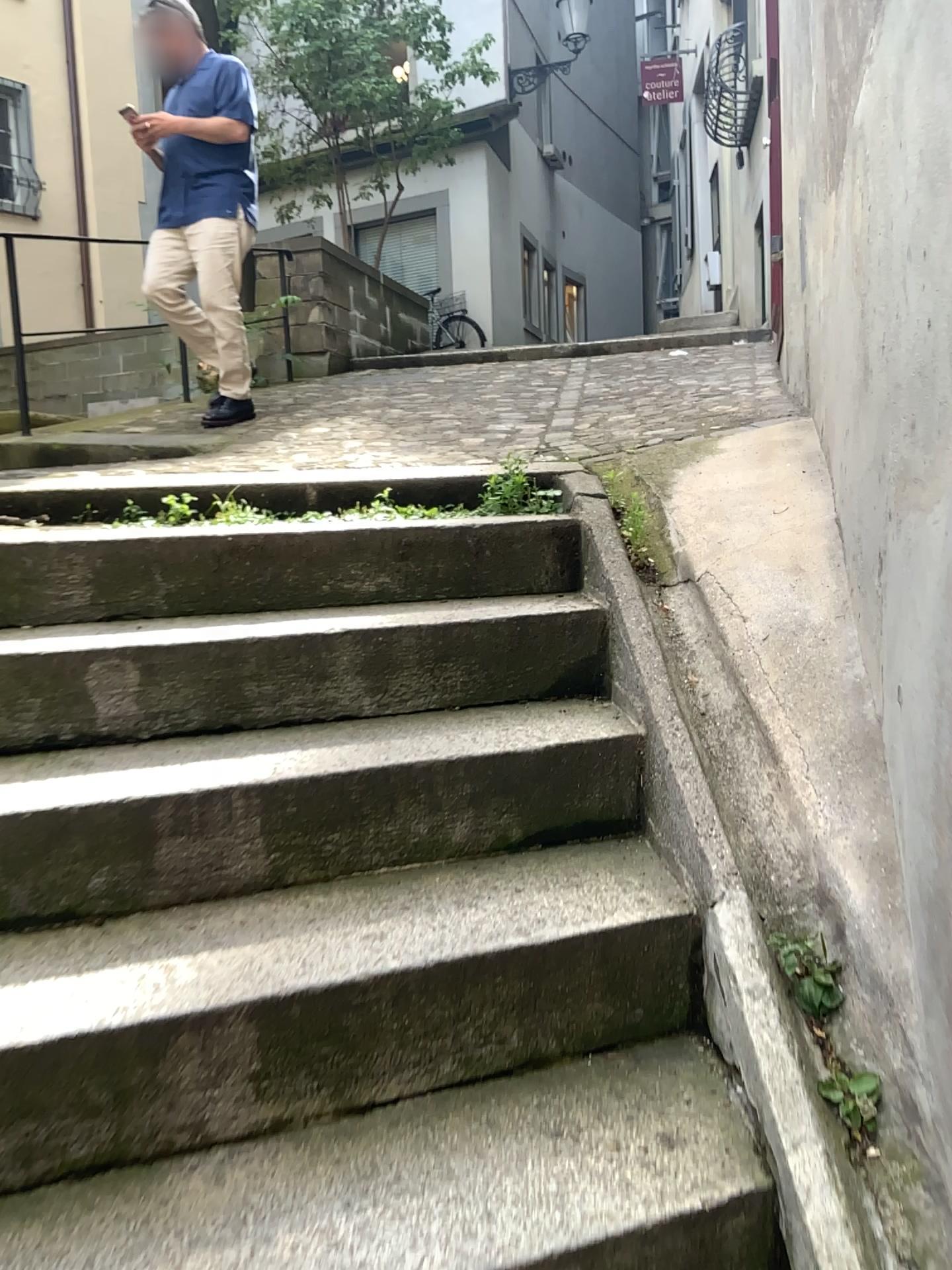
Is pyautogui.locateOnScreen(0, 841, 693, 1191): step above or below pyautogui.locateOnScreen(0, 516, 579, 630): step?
below

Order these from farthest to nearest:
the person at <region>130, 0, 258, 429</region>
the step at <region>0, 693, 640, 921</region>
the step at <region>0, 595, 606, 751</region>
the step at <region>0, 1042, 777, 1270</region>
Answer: the person at <region>130, 0, 258, 429</region>, the step at <region>0, 595, 606, 751</region>, the step at <region>0, 693, 640, 921</region>, the step at <region>0, 1042, 777, 1270</region>

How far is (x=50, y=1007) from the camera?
1.3m

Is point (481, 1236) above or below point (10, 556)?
below

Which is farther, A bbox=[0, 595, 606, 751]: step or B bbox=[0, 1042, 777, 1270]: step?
A bbox=[0, 595, 606, 751]: step

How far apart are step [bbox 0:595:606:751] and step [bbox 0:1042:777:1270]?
0.74m

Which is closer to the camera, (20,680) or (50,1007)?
(50,1007)

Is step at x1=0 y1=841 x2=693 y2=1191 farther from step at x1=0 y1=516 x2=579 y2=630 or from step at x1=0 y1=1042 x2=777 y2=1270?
step at x1=0 y1=516 x2=579 y2=630

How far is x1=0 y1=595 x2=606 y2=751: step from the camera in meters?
1.8 m

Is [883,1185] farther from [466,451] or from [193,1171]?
[466,451]
